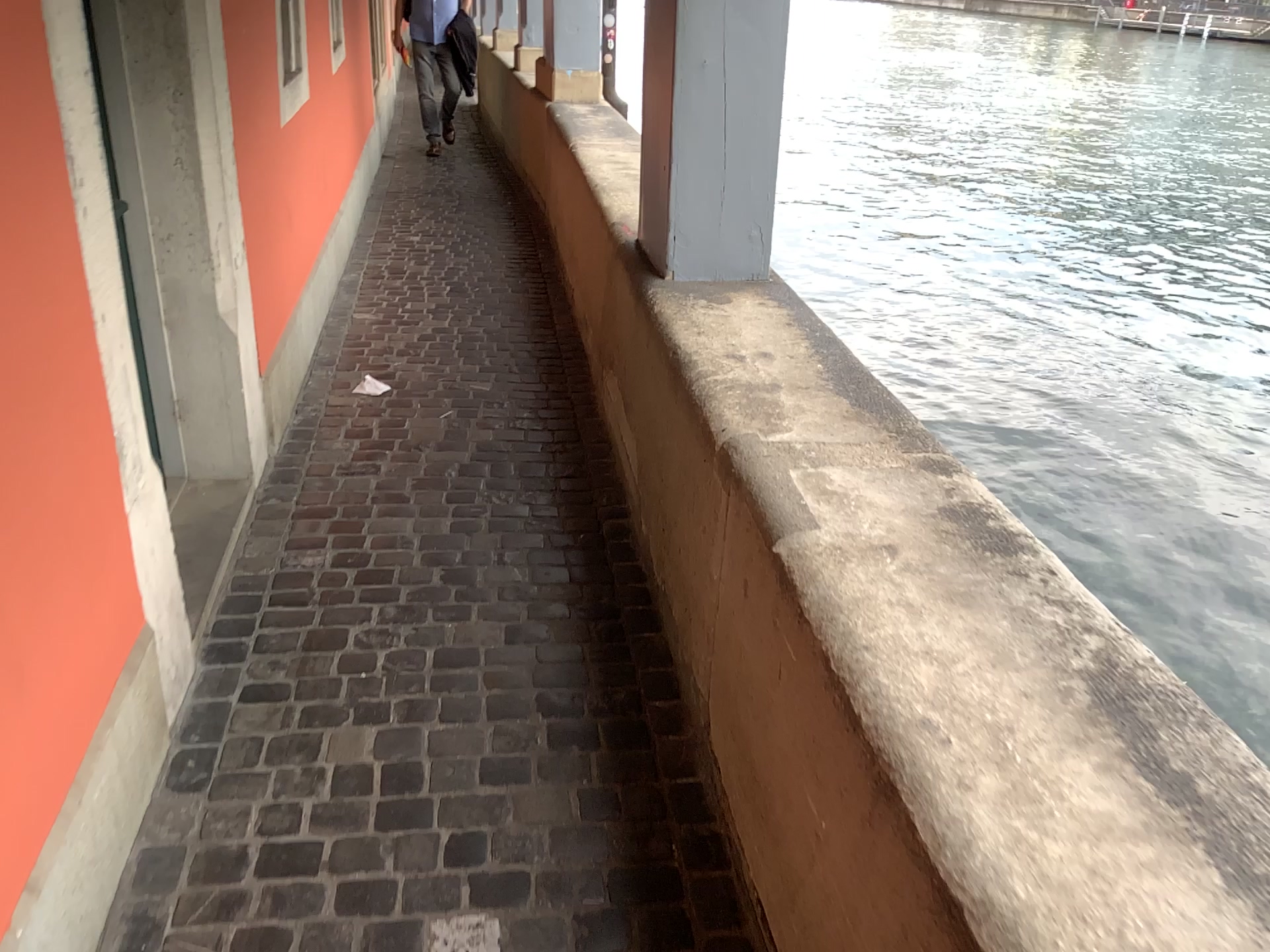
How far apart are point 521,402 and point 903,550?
2.3 meters

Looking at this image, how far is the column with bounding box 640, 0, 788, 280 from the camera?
2.7 meters

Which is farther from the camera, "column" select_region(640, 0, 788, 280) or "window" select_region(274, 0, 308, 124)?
"window" select_region(274, 0, 308, 124)

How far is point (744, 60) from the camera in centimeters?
269cm

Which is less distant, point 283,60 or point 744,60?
point 744,60
